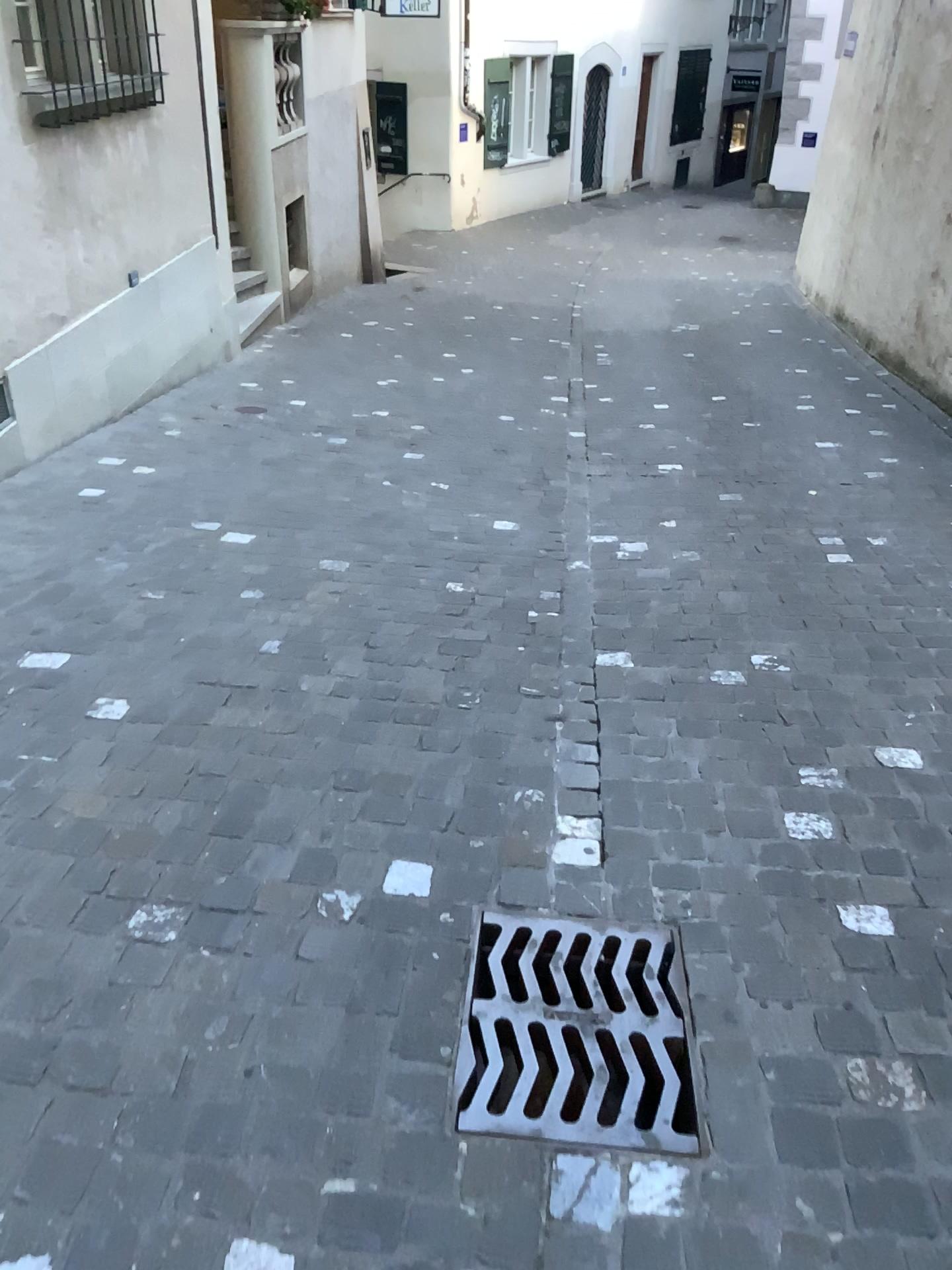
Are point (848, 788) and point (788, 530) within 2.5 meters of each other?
yes
